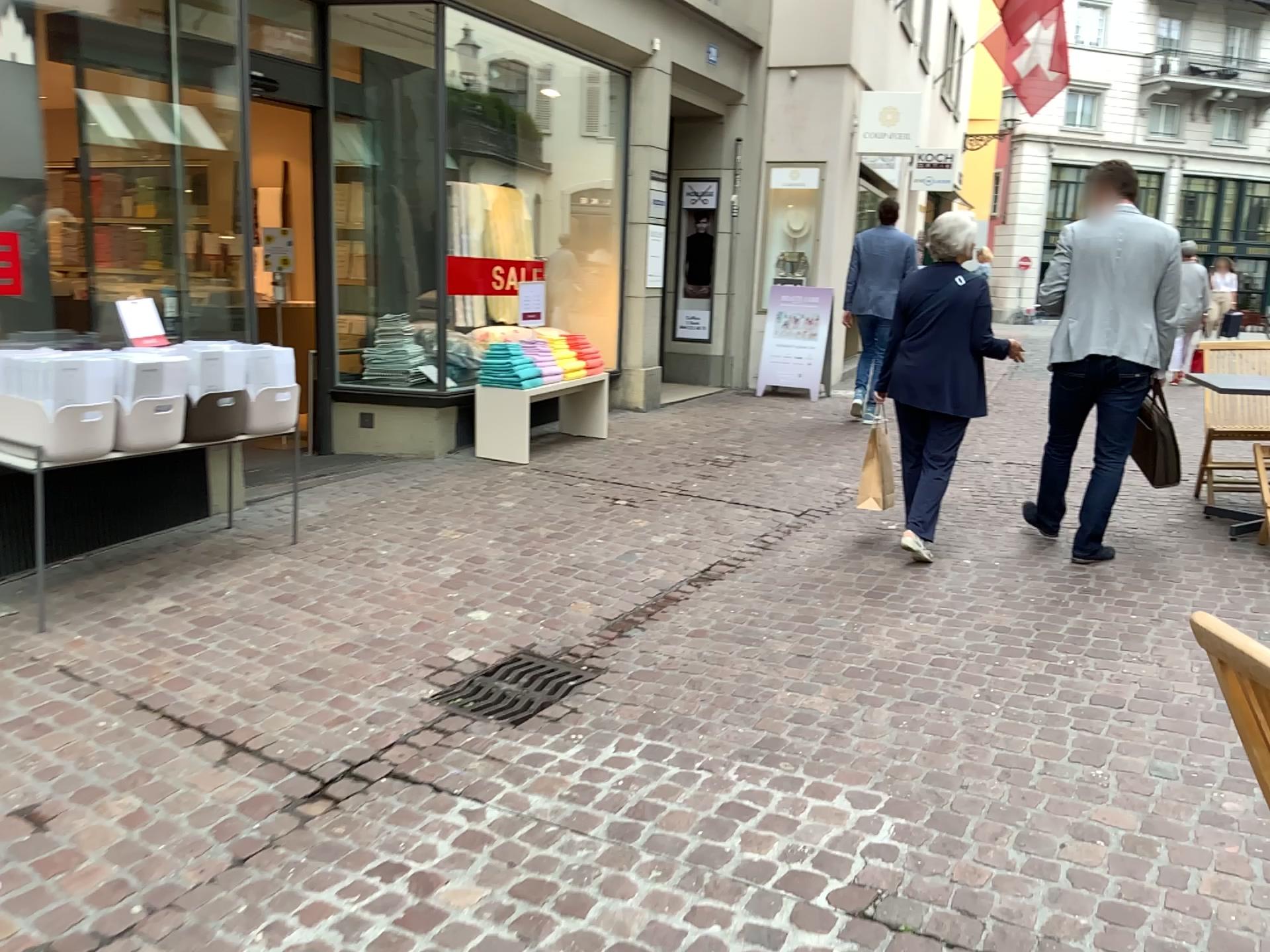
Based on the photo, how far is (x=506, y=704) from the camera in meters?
3.5 m

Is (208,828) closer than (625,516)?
Yes

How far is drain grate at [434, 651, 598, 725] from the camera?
3.5m
